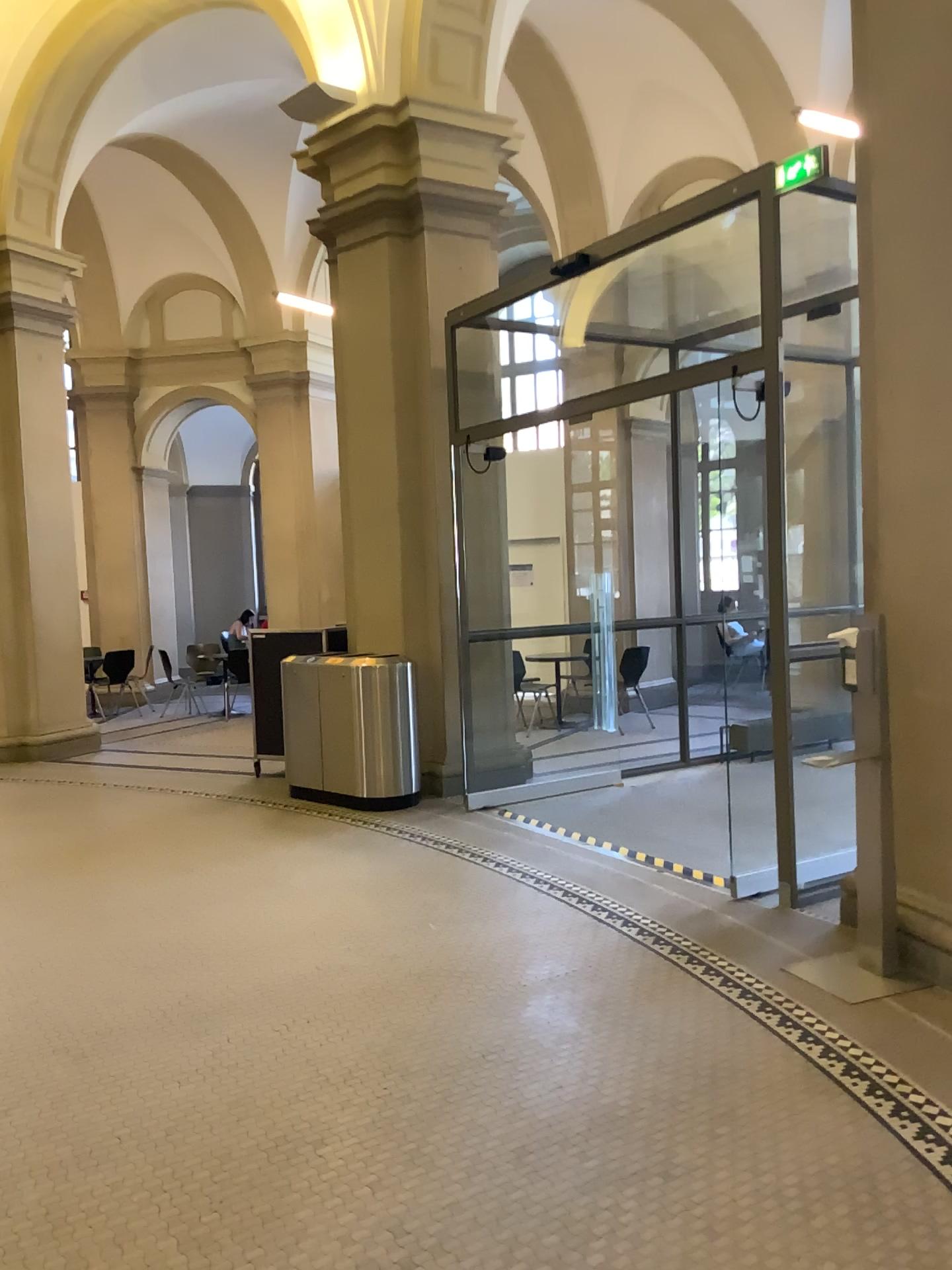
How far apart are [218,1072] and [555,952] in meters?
1.4 m
